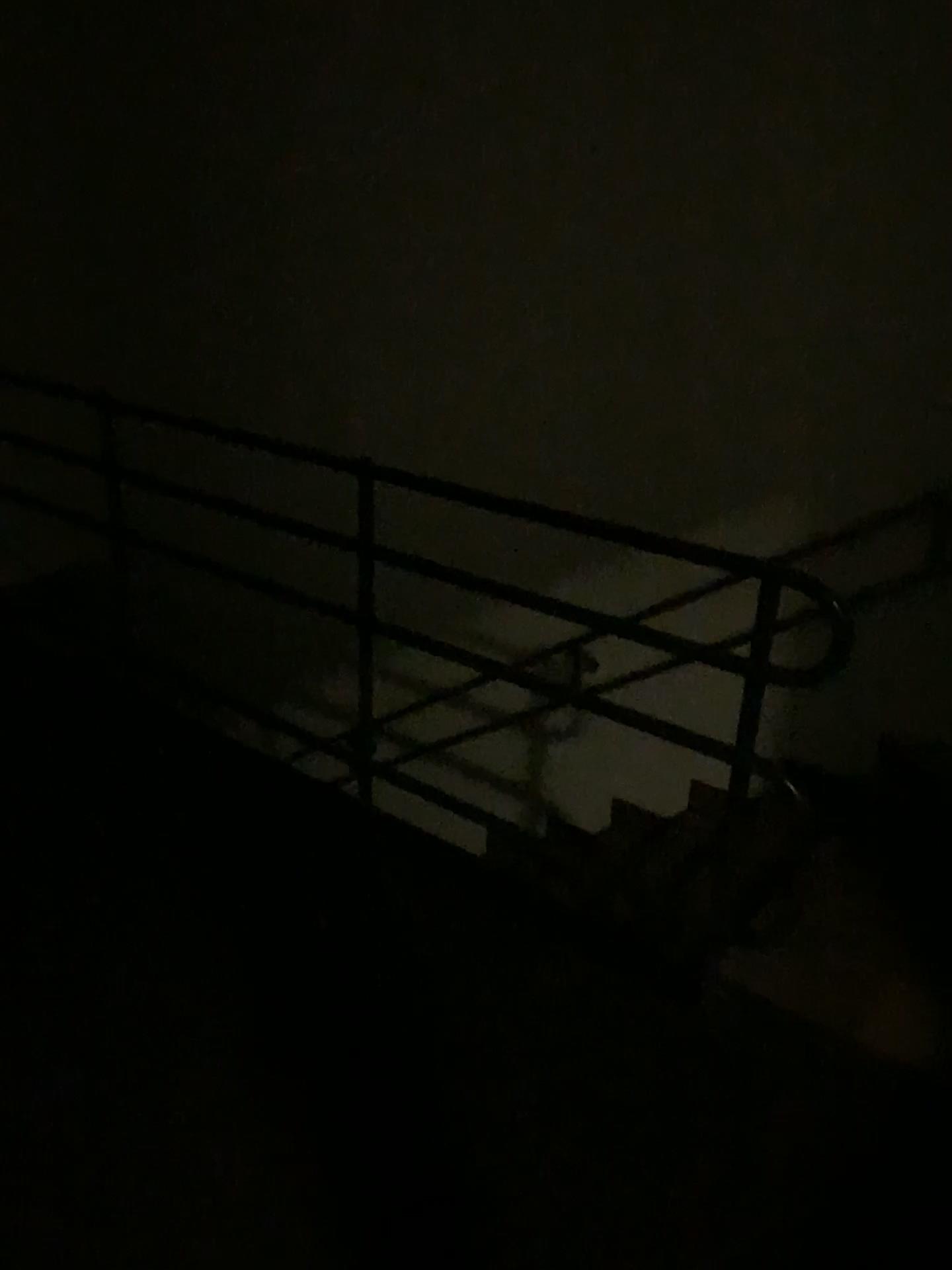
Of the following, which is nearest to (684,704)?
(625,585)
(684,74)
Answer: (625,585)
